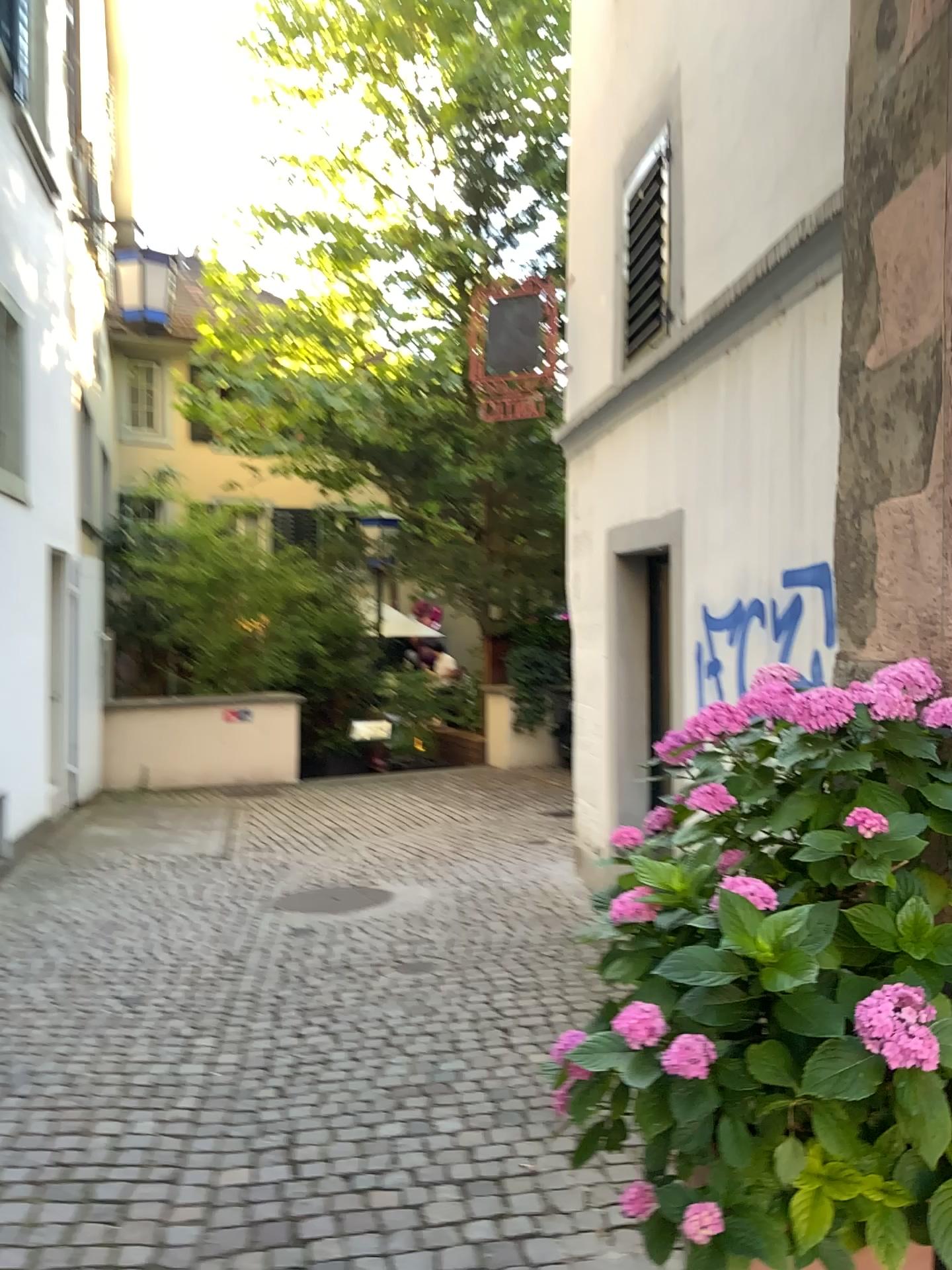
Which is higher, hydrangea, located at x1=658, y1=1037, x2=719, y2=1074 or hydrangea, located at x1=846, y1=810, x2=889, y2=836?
hydrangea, located at x1=846, y1=810, x2=889, y2=836

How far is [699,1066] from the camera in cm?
173

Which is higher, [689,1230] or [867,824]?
[867,824]

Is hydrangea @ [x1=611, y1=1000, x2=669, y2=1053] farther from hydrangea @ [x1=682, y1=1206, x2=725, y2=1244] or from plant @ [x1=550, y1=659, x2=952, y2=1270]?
hydrangea @ [x1=682, y1=1206, x2=725, y2=1244]

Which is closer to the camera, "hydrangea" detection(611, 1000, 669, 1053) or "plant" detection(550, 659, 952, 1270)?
"plant" detection(550, 659, 952, 1270)

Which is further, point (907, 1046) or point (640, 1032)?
point (640, 1032)

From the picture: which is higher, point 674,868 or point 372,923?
point 674,868

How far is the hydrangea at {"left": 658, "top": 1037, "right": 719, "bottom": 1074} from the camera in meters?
1.7 m

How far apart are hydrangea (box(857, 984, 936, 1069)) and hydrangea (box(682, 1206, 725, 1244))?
0.5 meters

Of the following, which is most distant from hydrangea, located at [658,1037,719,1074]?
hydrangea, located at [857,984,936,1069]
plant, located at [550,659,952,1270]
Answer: hydrangea, located at [857,984,936,1069]
